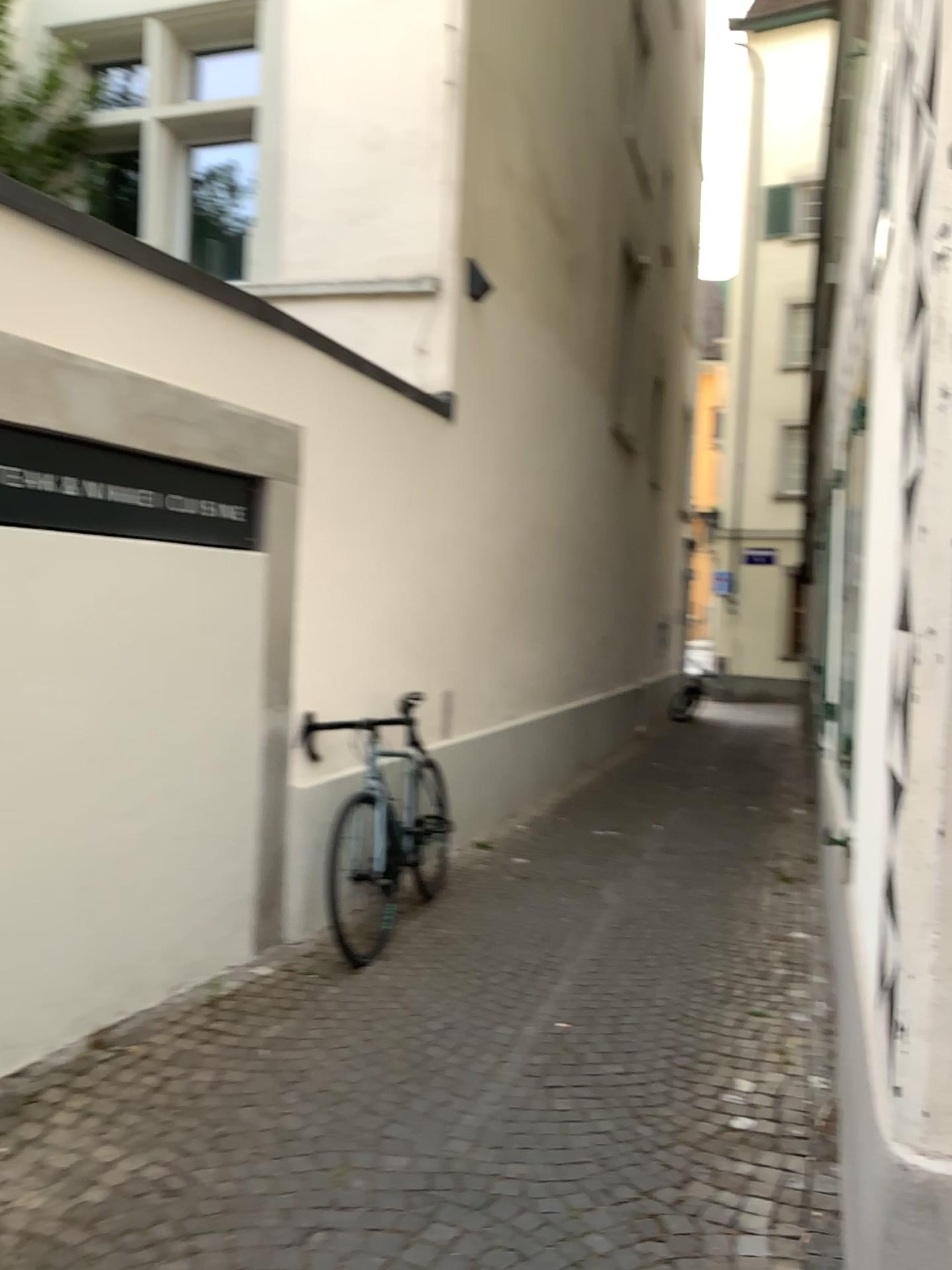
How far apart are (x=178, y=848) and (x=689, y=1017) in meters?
1.9
